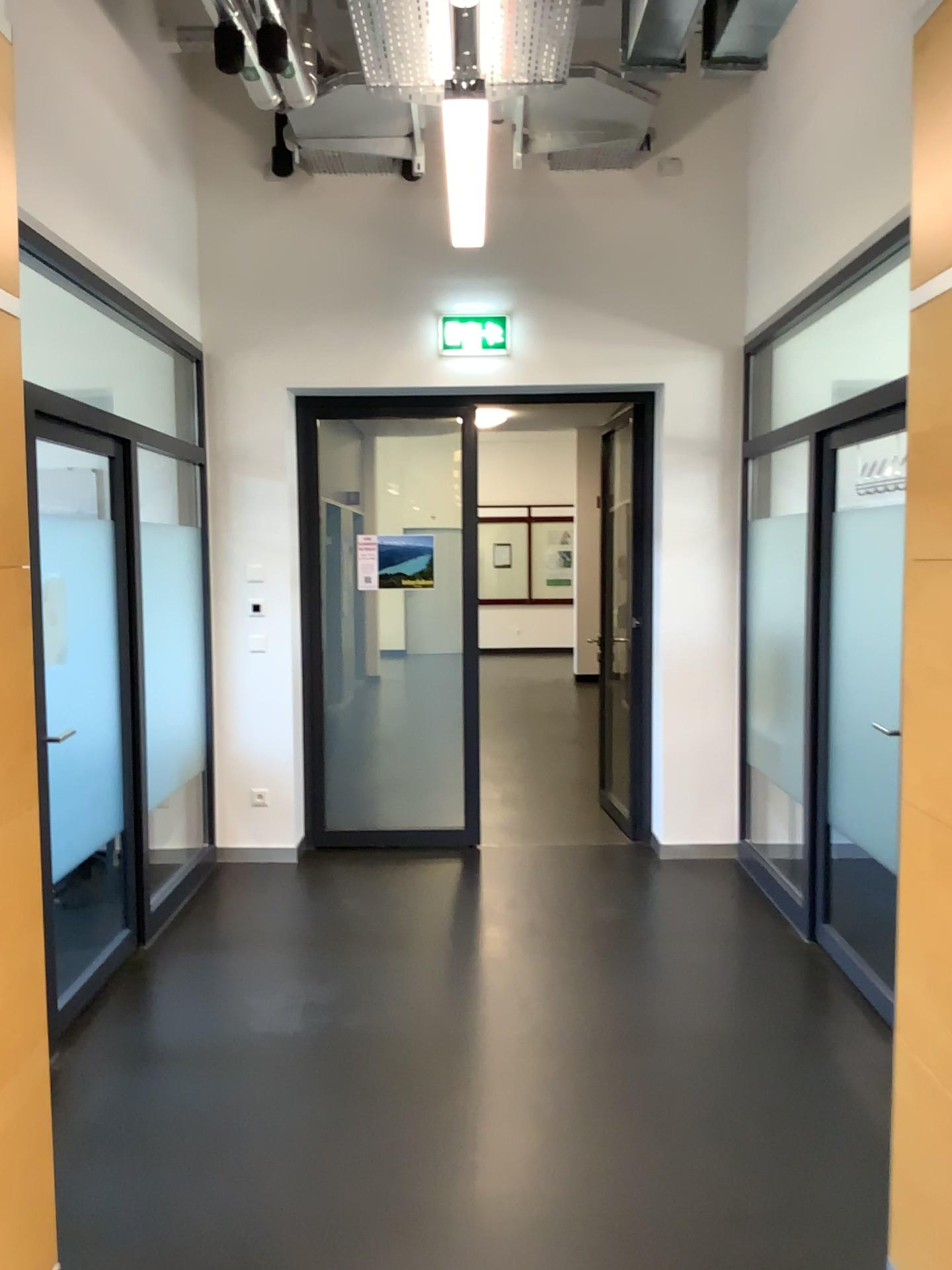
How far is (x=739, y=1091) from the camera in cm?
309
